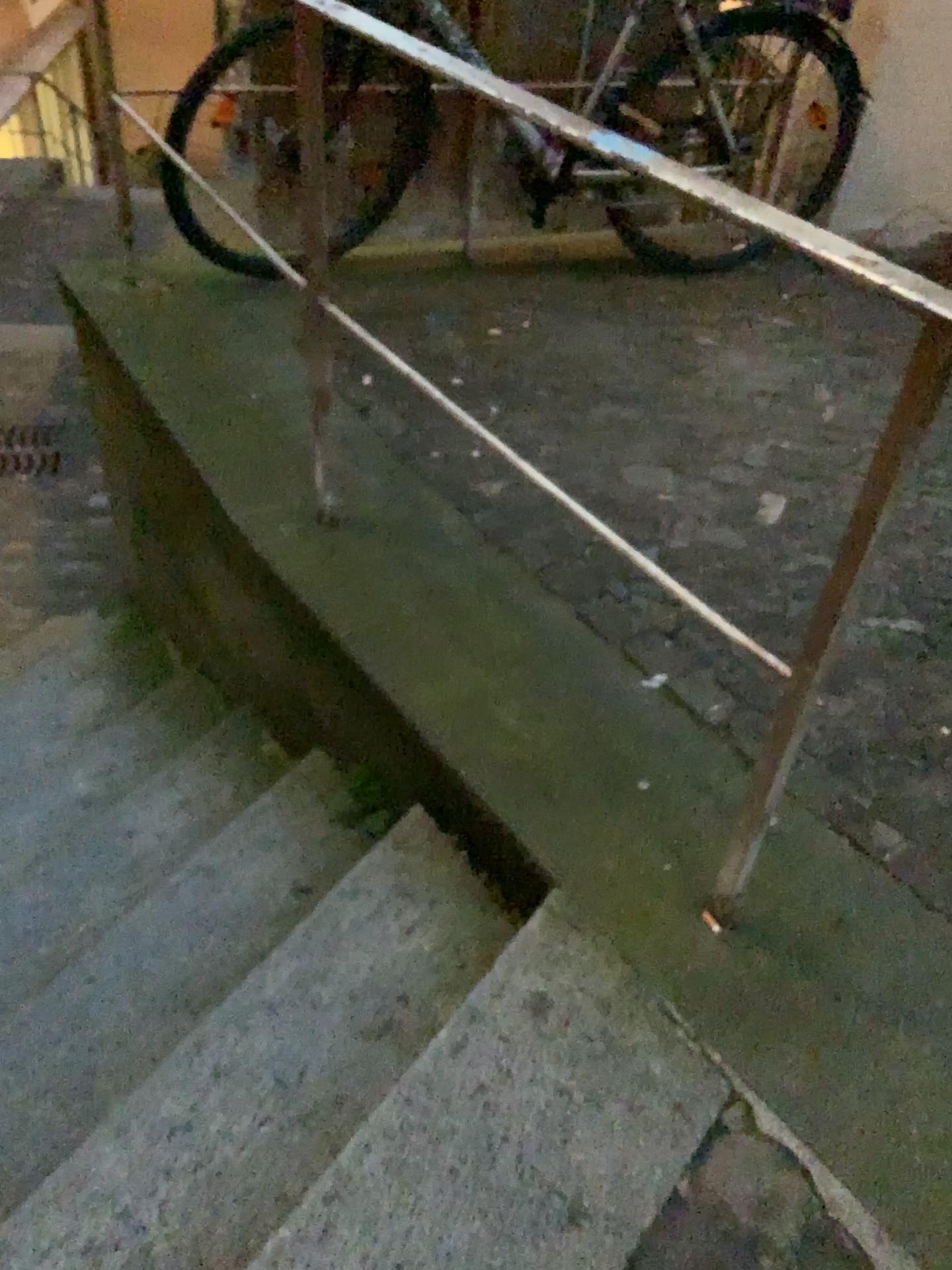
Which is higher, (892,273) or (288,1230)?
(892,273)

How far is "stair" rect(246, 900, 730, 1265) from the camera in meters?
1.2

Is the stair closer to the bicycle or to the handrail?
the handrail

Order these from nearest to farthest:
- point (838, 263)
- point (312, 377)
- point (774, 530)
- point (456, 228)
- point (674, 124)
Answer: point (838, 263) → point (774, 530) → point (312, 377) → point (674, 124) → point (456, 228)

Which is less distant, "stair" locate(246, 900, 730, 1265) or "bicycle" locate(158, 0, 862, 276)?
"stair" locate(246, 900, 730, 1265)

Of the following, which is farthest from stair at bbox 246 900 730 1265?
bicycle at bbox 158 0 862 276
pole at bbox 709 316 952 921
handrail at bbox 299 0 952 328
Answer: bicycle at bbox 158 0 862 276

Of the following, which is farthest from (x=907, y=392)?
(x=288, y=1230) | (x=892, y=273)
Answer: (x=288, y=1230)

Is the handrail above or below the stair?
above

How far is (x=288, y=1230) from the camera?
1.15m

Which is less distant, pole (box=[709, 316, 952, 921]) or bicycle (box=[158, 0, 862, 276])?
pole (box=[709, 316, 952, 921])
